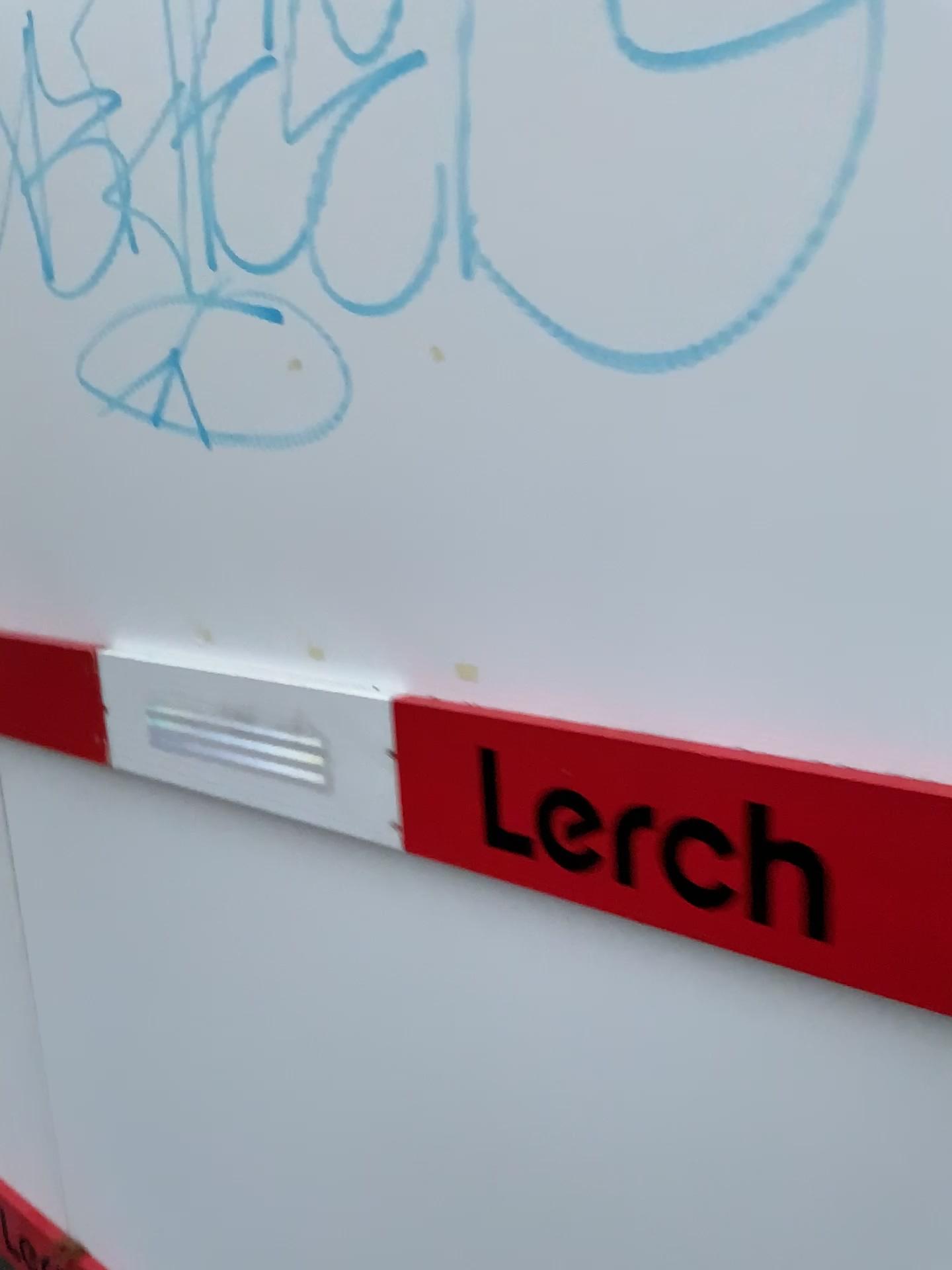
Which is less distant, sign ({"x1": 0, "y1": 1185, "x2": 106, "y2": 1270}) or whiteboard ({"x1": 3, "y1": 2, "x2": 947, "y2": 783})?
whiteboard ({"x1": 3, "y1": 2, "x2": 947, "y2": 783})

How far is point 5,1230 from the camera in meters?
1.6 m

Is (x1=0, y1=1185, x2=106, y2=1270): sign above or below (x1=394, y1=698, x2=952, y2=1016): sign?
below

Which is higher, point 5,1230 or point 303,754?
point 303,754

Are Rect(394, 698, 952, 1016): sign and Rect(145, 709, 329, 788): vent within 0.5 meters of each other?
yes

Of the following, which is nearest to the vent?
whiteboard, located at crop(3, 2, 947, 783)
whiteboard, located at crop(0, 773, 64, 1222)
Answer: whiteboard, located at crop(3, 2, 947, 783)

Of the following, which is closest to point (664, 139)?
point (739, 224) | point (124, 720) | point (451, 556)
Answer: point (739, 224)

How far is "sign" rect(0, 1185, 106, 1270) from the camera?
1.6 meters

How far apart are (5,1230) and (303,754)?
1.1m

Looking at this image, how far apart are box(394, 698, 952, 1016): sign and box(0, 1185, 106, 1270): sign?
1.17m
